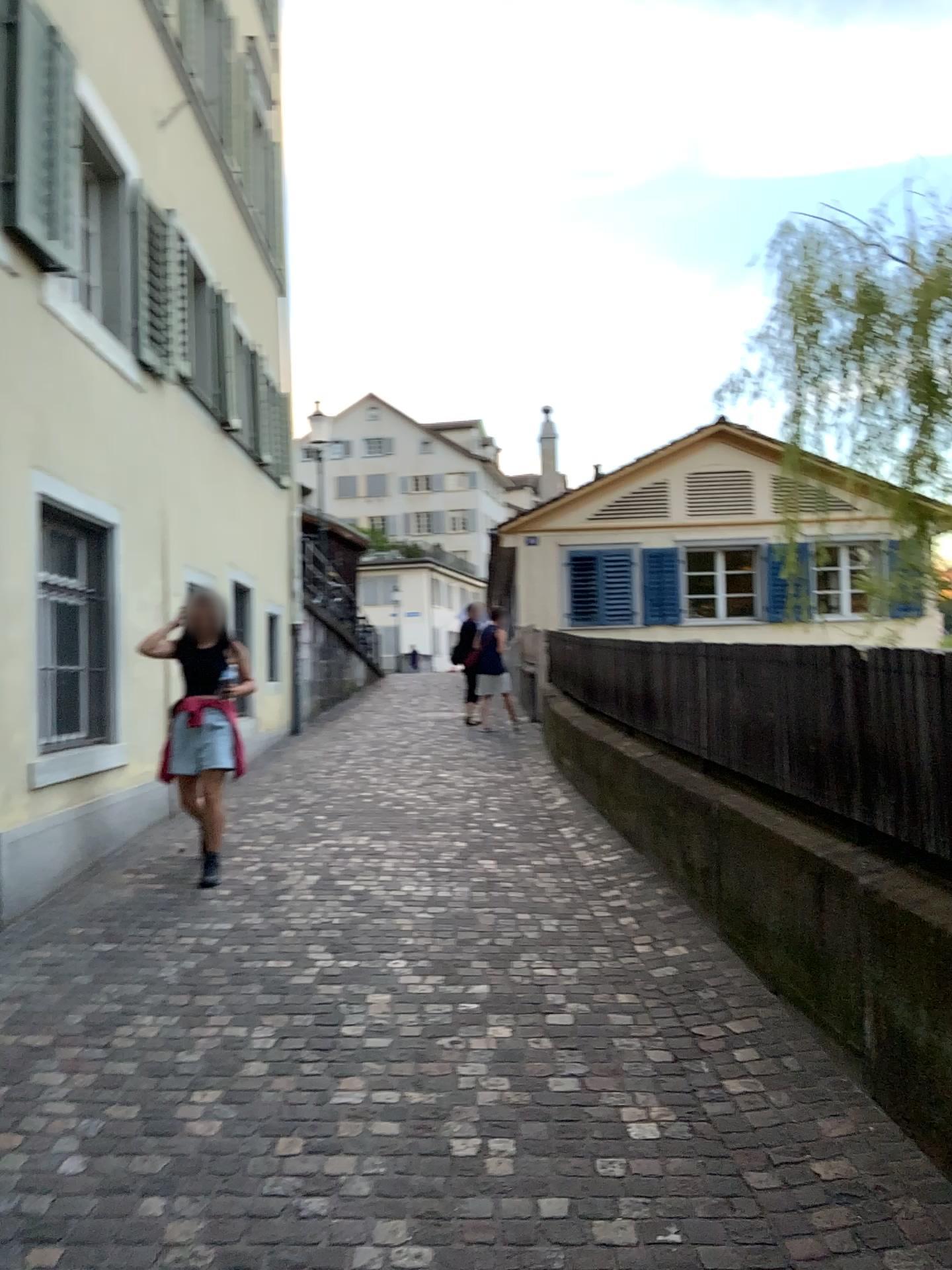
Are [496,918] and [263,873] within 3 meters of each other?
yes
